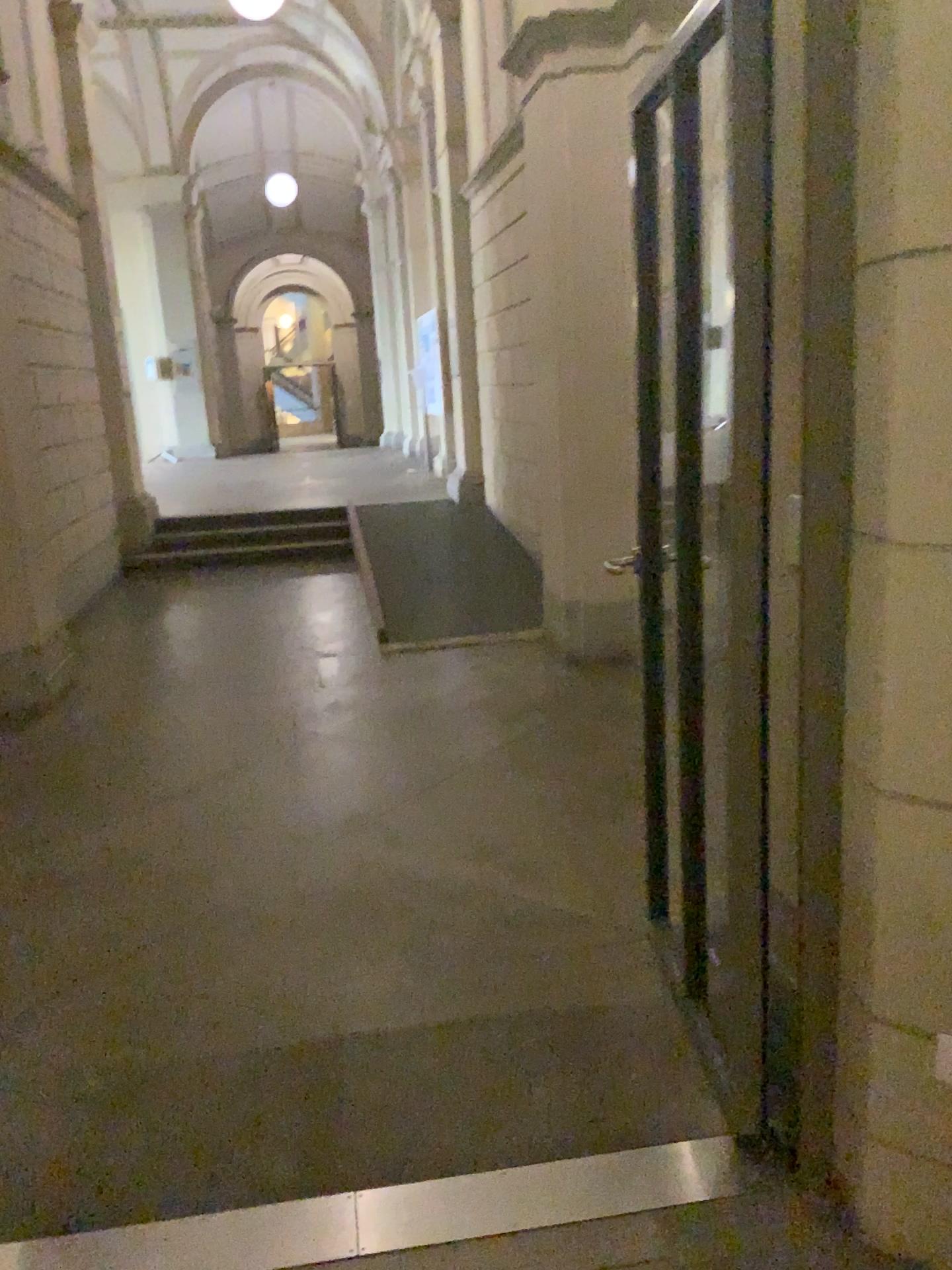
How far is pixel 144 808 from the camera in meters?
3.9

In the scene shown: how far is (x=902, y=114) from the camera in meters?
1.5

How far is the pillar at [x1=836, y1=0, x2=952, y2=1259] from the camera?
1.5m
